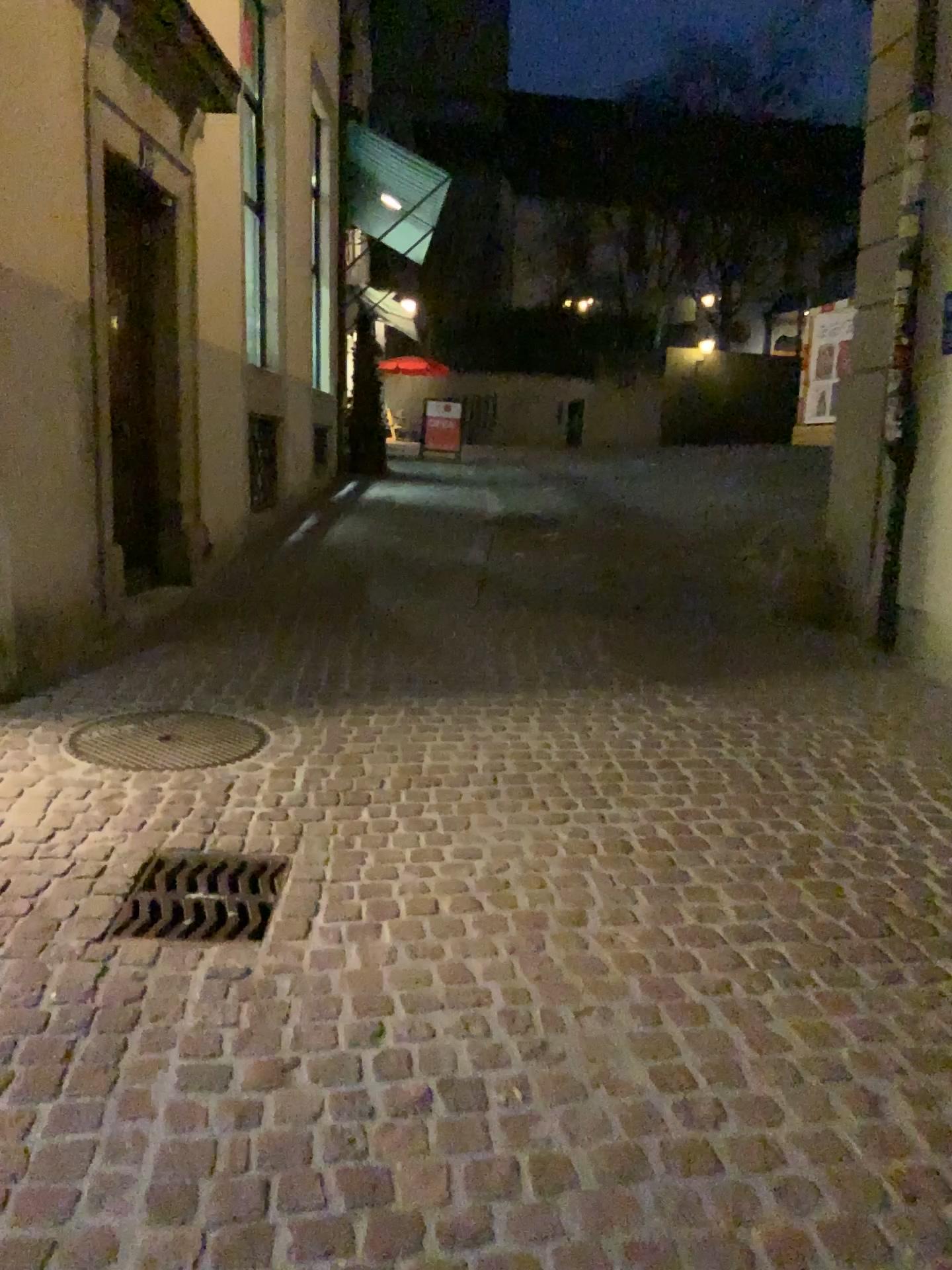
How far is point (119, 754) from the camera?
3.69m

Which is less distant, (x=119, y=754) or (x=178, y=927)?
(x=178, y=927)

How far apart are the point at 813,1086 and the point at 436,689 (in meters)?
2.67

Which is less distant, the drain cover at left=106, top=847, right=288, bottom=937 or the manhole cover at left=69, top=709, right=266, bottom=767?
the drain cover at left=106, top=847, right=288, bottom=937

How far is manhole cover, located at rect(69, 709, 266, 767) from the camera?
3.7m
